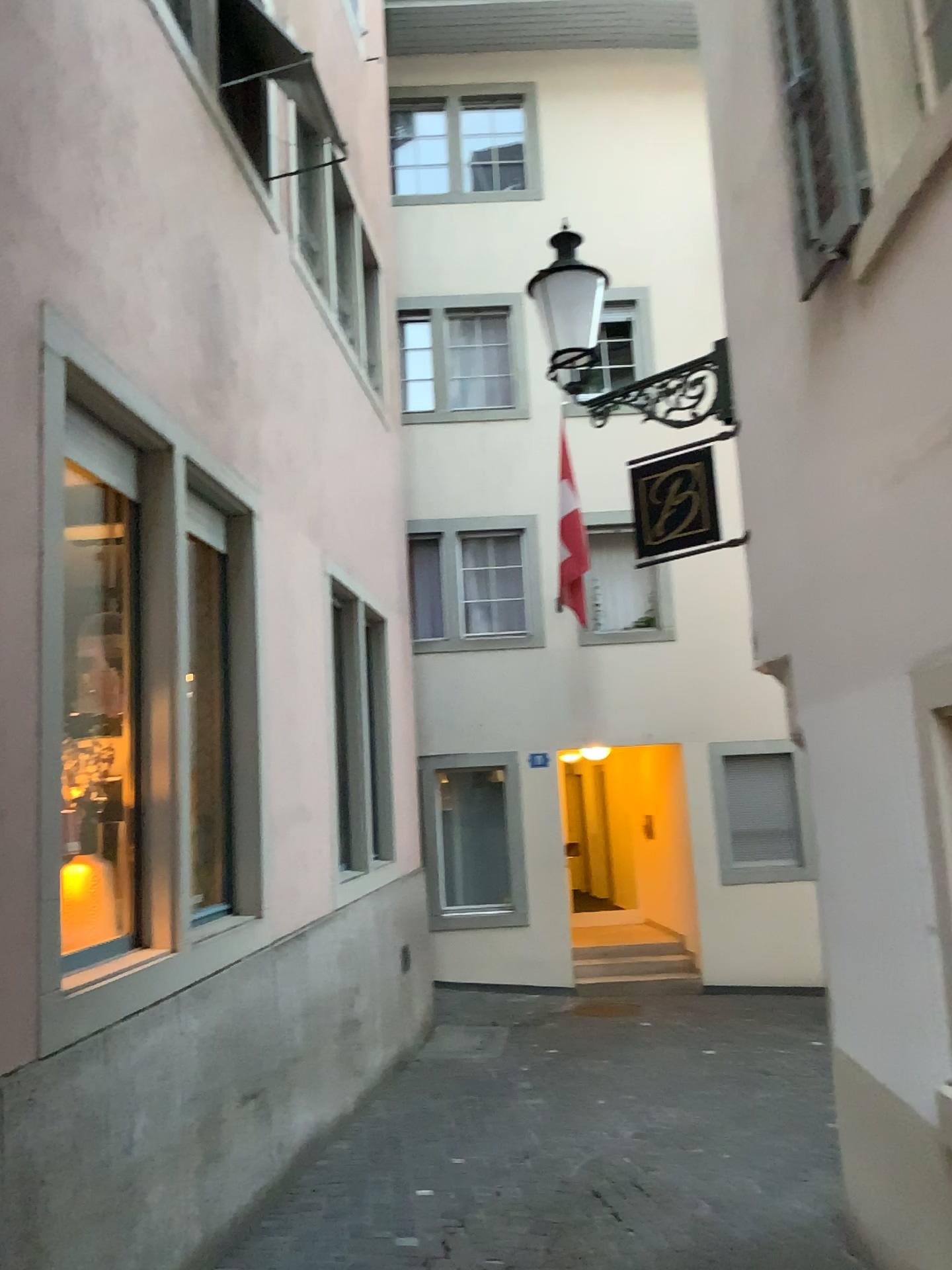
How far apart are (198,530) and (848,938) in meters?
3.1 m
